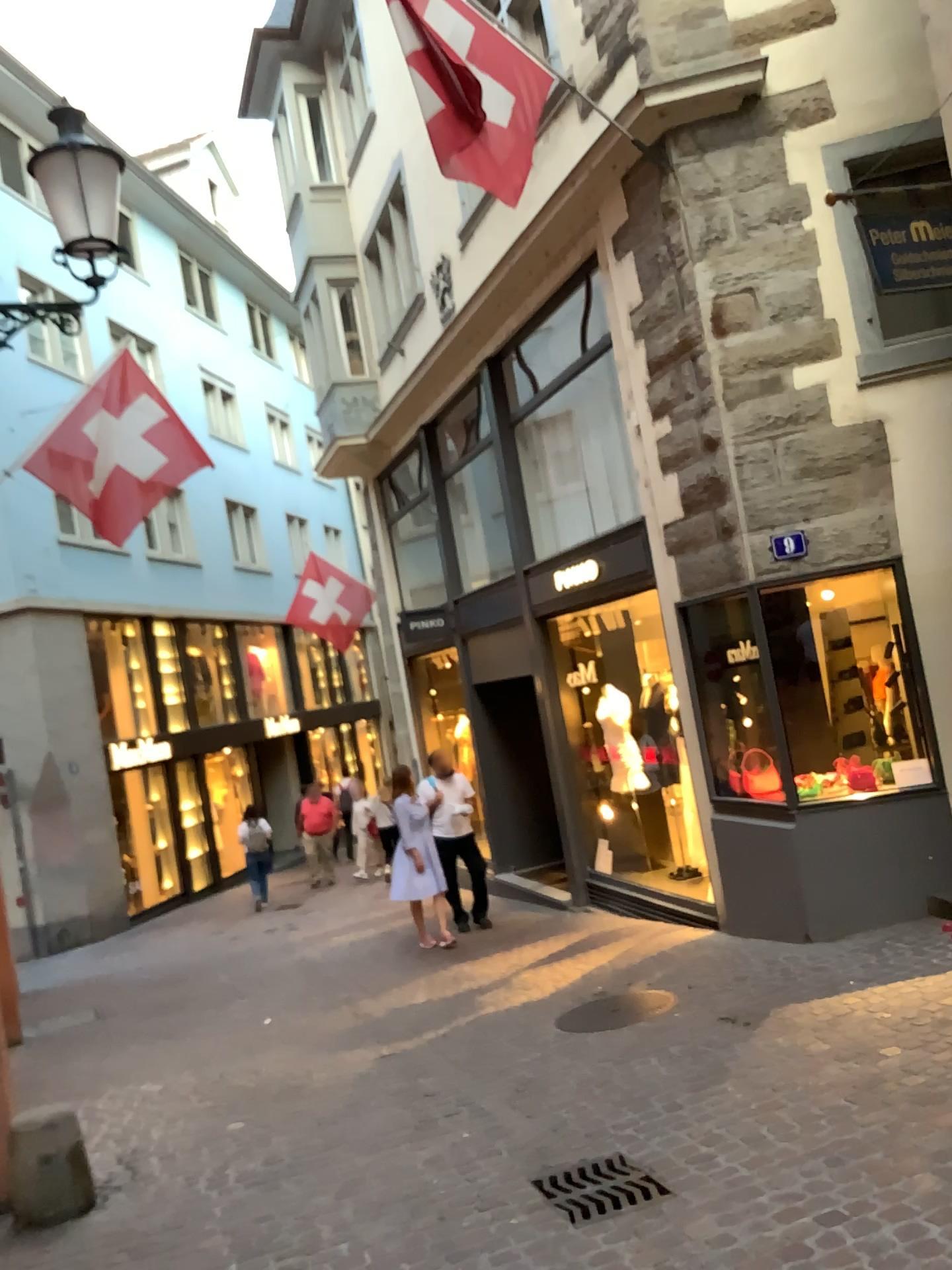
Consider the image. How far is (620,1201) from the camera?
3.53m

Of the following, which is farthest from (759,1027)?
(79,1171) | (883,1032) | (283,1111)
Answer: (79,1171)

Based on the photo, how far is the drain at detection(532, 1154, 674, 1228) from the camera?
3.53m
